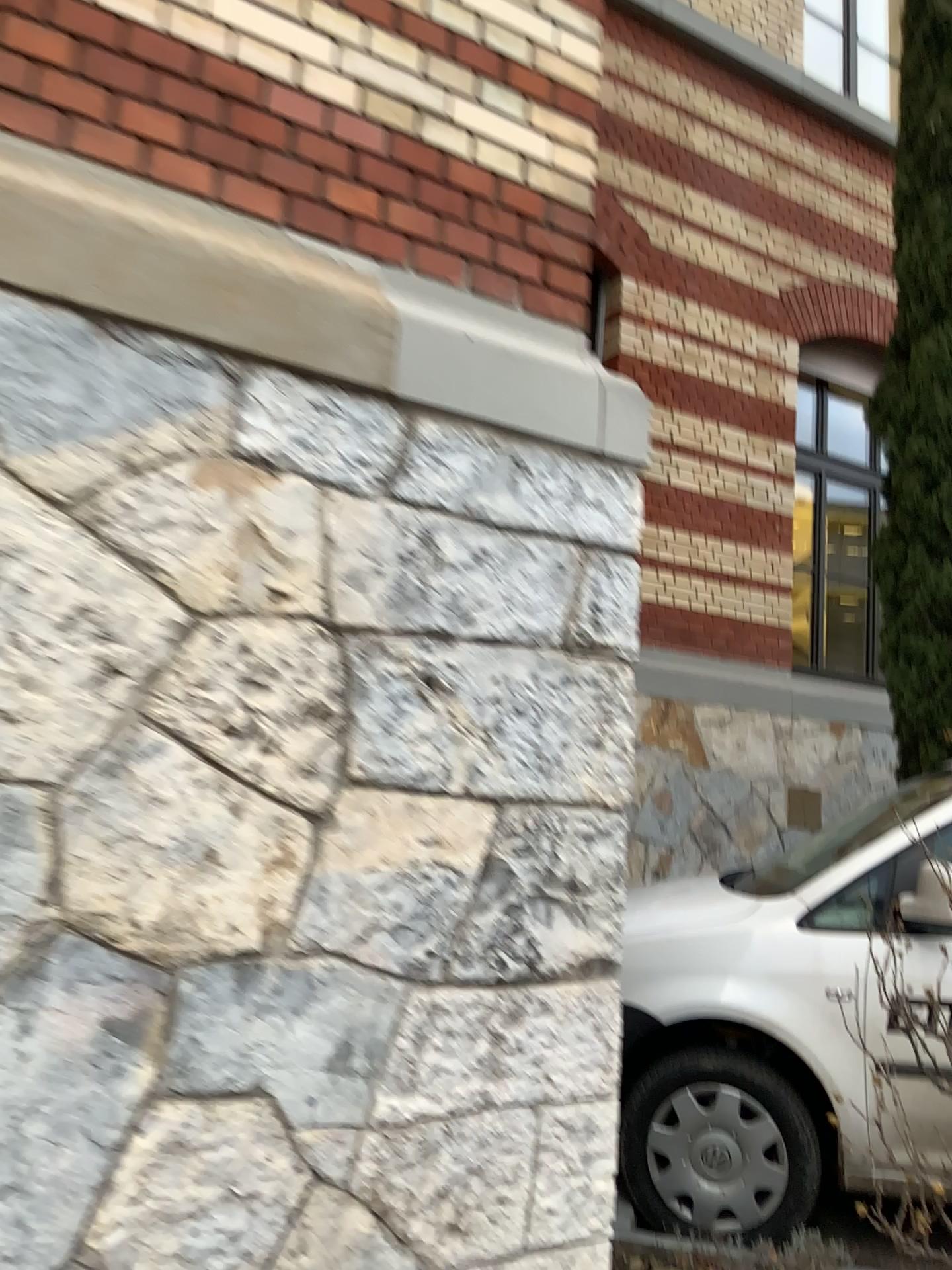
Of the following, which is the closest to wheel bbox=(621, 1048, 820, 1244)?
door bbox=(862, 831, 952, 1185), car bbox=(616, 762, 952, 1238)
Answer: car bbox=(616, 762, 952, 1238)

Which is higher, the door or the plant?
the door

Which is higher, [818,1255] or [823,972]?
[823,972]

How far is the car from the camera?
3.2 meters

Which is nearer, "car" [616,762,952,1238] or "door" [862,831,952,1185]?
"door" [862,831,952,1185]

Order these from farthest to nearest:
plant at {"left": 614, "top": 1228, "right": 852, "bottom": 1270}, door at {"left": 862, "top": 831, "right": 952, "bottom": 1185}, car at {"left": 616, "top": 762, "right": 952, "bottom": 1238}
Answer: → car at {"left": 616, "top": 762, "right": 952, "bottom": 1238}, plant at {"left": 614, "top": 1228, "right": 852, "bottom": 1270}, door at {"left": 862, "top": 831, "right": 952, "bottom": 1185}

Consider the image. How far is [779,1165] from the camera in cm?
326

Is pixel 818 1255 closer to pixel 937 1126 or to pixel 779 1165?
pixel 779 1165

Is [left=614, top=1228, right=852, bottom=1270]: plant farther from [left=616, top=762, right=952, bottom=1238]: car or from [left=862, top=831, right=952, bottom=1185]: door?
[left=862, top=831, right=952, bottom=1185]: door

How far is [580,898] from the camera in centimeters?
203cm
